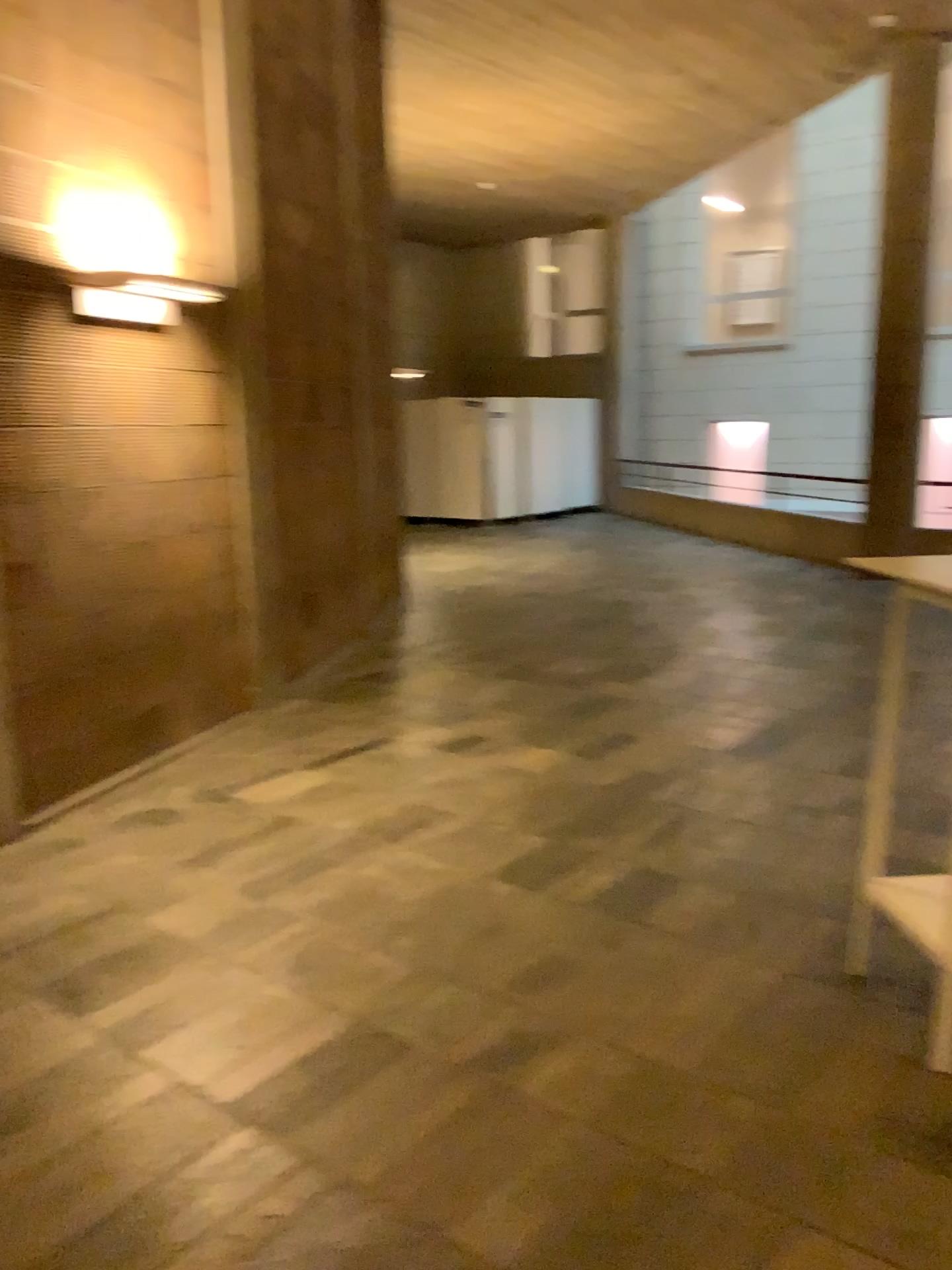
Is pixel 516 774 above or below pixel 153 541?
below

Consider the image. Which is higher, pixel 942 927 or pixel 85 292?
pixel 85 292

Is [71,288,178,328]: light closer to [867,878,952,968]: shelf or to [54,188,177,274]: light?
[54,188,177,274]: light

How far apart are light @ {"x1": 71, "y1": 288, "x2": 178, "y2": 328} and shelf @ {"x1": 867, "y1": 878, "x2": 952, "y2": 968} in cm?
361

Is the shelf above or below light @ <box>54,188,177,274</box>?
below

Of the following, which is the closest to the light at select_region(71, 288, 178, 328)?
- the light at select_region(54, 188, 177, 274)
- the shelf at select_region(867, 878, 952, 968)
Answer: the light at select_region(54, 188, 177, 274)

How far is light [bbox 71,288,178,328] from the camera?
4.3 meters

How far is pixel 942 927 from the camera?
2.7m

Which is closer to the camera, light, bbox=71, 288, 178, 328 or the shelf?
the shelf

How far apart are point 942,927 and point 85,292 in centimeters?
382cm
